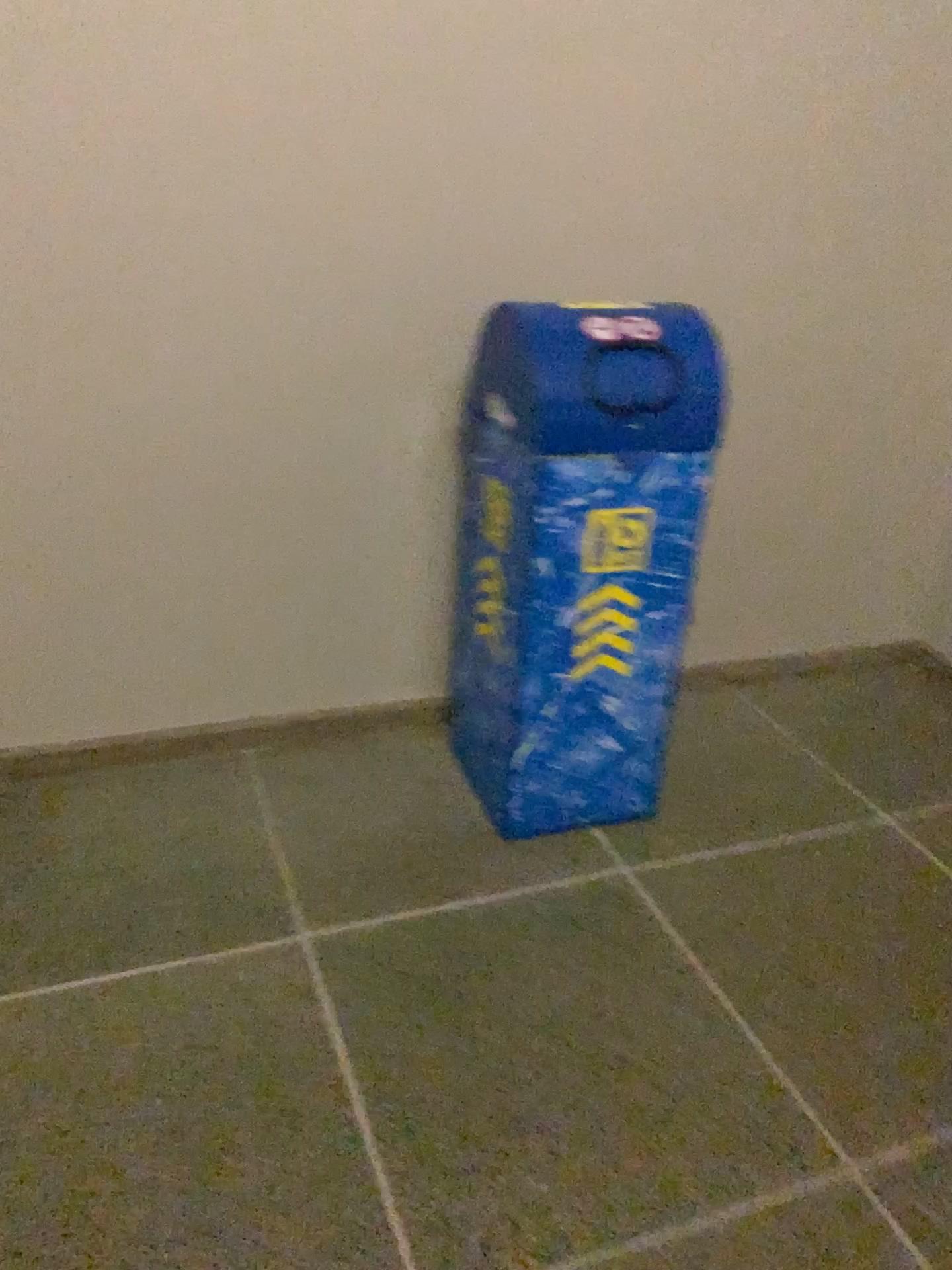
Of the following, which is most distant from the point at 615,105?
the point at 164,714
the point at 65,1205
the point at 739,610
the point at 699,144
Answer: the point at 65,1205
